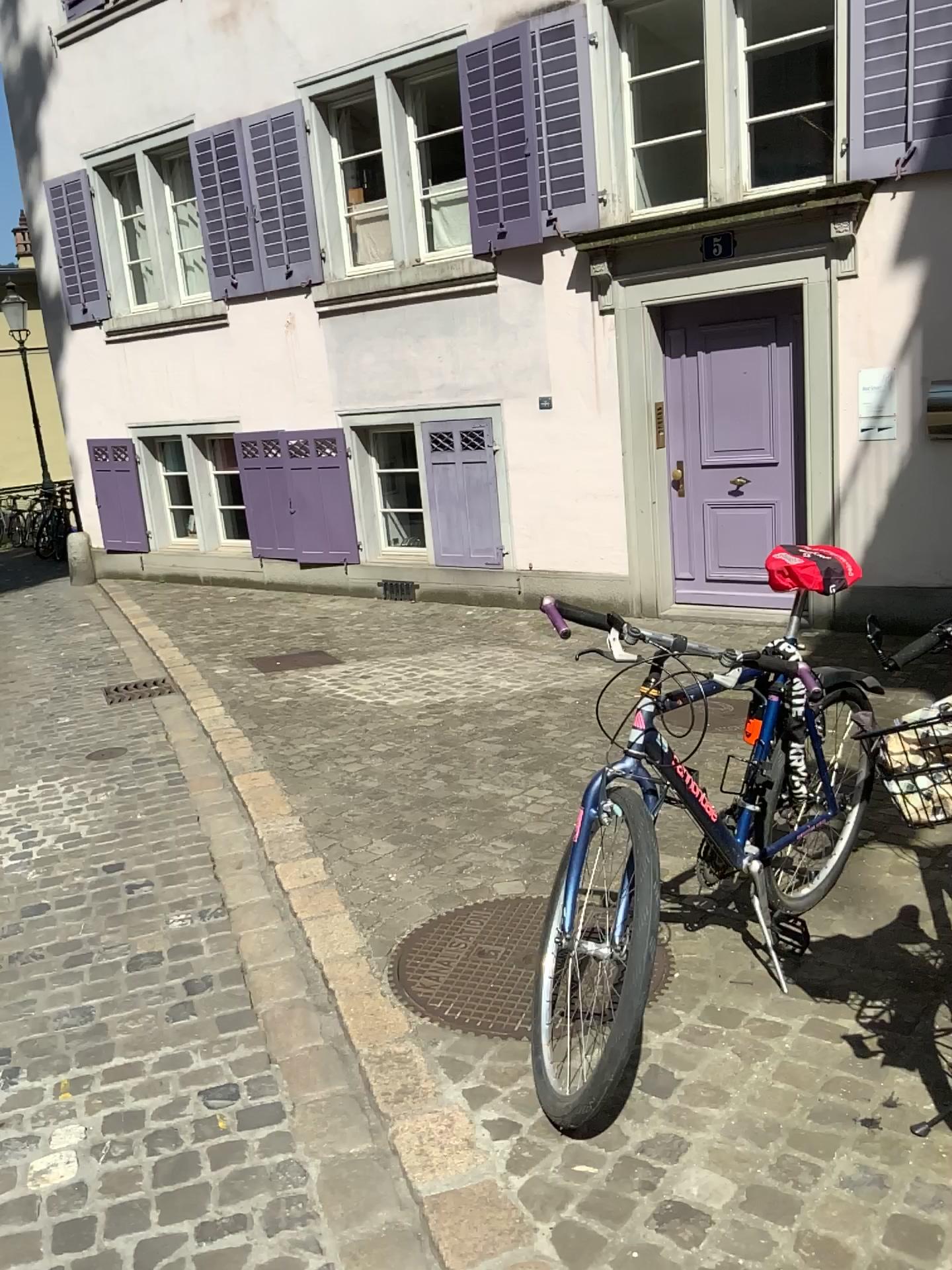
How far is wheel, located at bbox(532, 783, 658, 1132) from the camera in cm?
191

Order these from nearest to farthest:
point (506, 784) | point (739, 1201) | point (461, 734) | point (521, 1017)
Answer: point (739, 1201) → point (521, 1017) → point (506, 784) → point (461, 734)

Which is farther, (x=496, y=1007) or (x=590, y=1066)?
(x=496, y=1007)

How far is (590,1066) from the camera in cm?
191

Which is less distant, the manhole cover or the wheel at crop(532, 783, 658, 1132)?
the wheel at crop(532, 783, 658, 1132)
